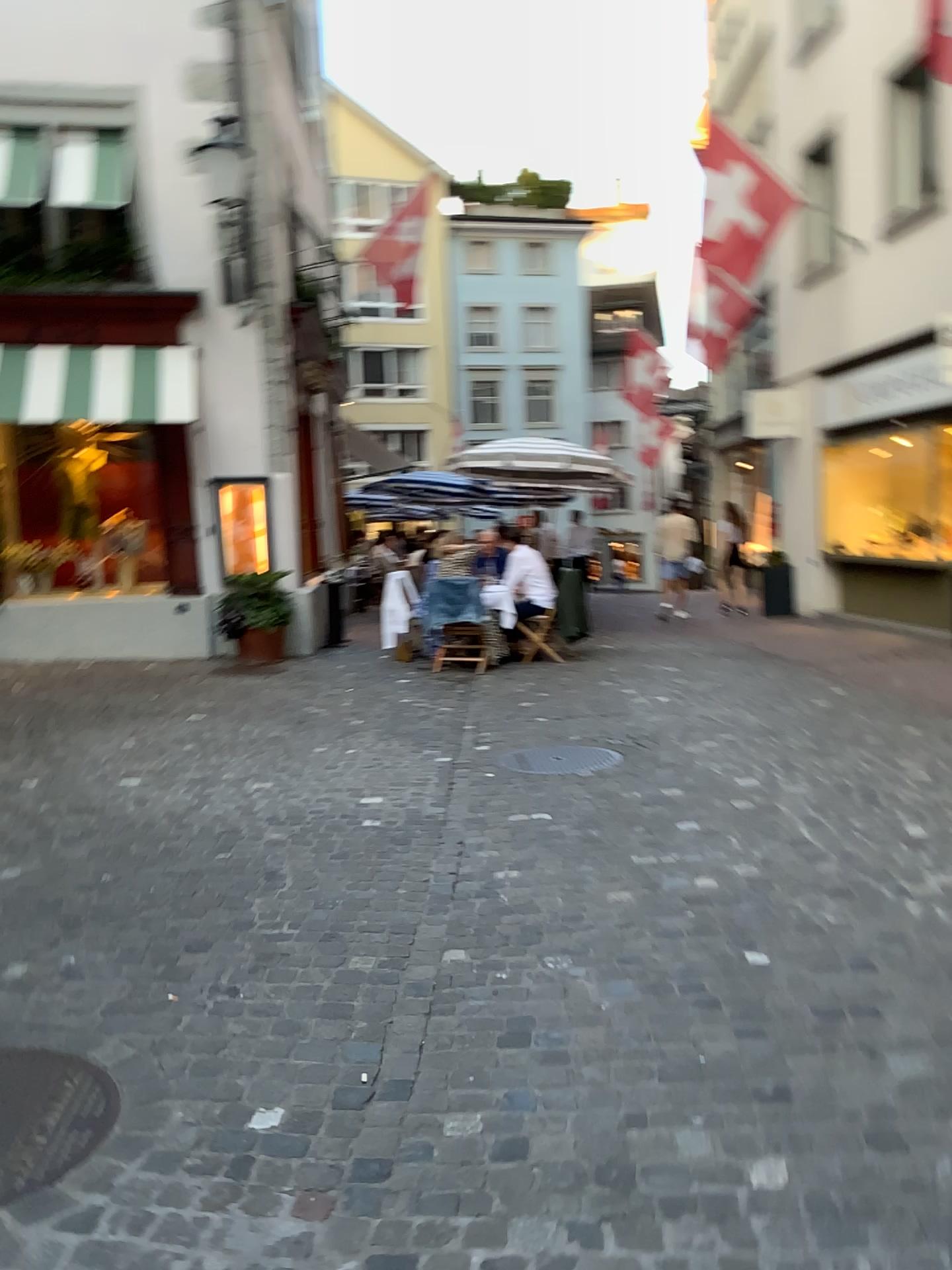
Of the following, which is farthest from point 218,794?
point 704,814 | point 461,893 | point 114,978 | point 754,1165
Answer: point 754,1165
